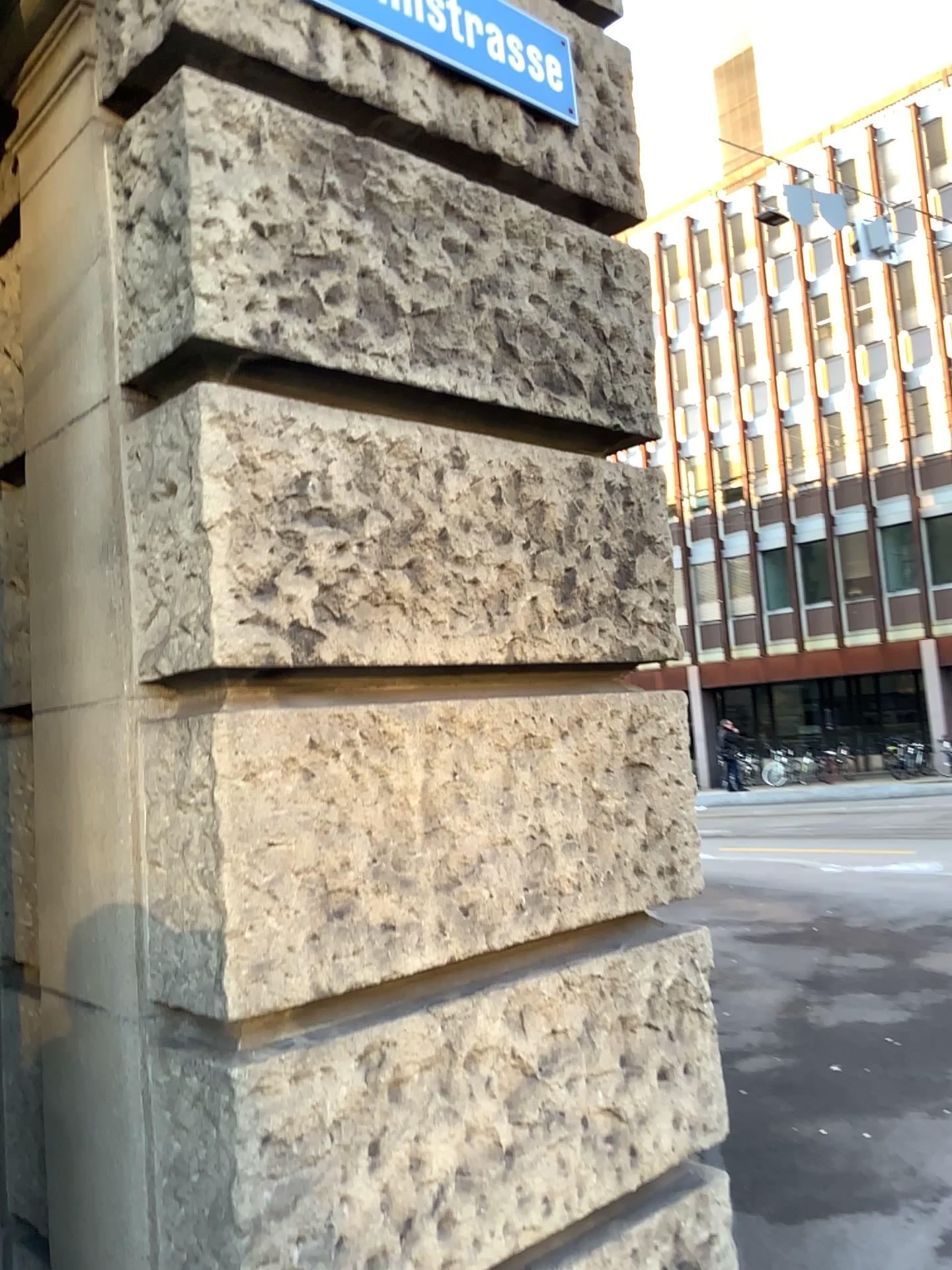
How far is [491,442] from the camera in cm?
203
